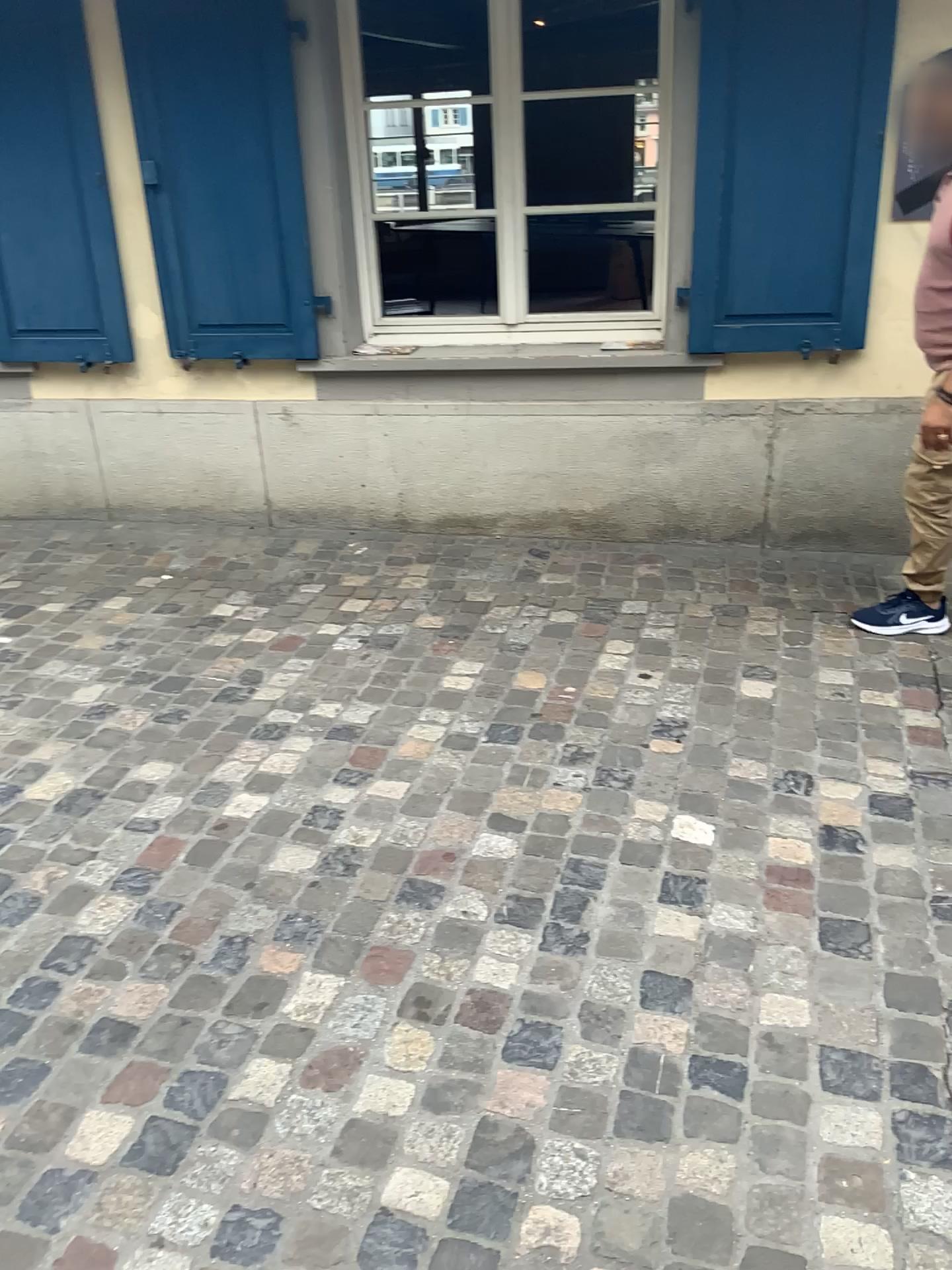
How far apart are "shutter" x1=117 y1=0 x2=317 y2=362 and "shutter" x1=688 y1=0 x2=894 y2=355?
1.40m

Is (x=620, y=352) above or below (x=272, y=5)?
below

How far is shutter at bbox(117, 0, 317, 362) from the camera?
3.6 meters

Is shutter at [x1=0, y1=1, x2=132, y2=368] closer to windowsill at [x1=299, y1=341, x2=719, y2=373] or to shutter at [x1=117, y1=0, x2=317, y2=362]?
shutter at [x1=117, y1=0, x2=317, y2=362]

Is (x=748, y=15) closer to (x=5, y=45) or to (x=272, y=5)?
(x=272, y=5)

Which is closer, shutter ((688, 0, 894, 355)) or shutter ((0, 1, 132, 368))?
shutter ((688, 0, 894, 355))

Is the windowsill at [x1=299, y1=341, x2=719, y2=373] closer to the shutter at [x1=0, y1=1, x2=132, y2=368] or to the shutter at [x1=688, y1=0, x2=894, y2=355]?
the shutter at [x1=688, y1=0, x2=894, y2=355]

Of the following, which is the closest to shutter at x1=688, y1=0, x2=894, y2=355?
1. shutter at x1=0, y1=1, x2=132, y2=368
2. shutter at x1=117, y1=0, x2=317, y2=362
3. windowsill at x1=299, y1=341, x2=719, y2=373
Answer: windowsill at x1=299, y1=341, x2=719, y2=373

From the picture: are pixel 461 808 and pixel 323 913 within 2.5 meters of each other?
yes

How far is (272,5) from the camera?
3.6m
